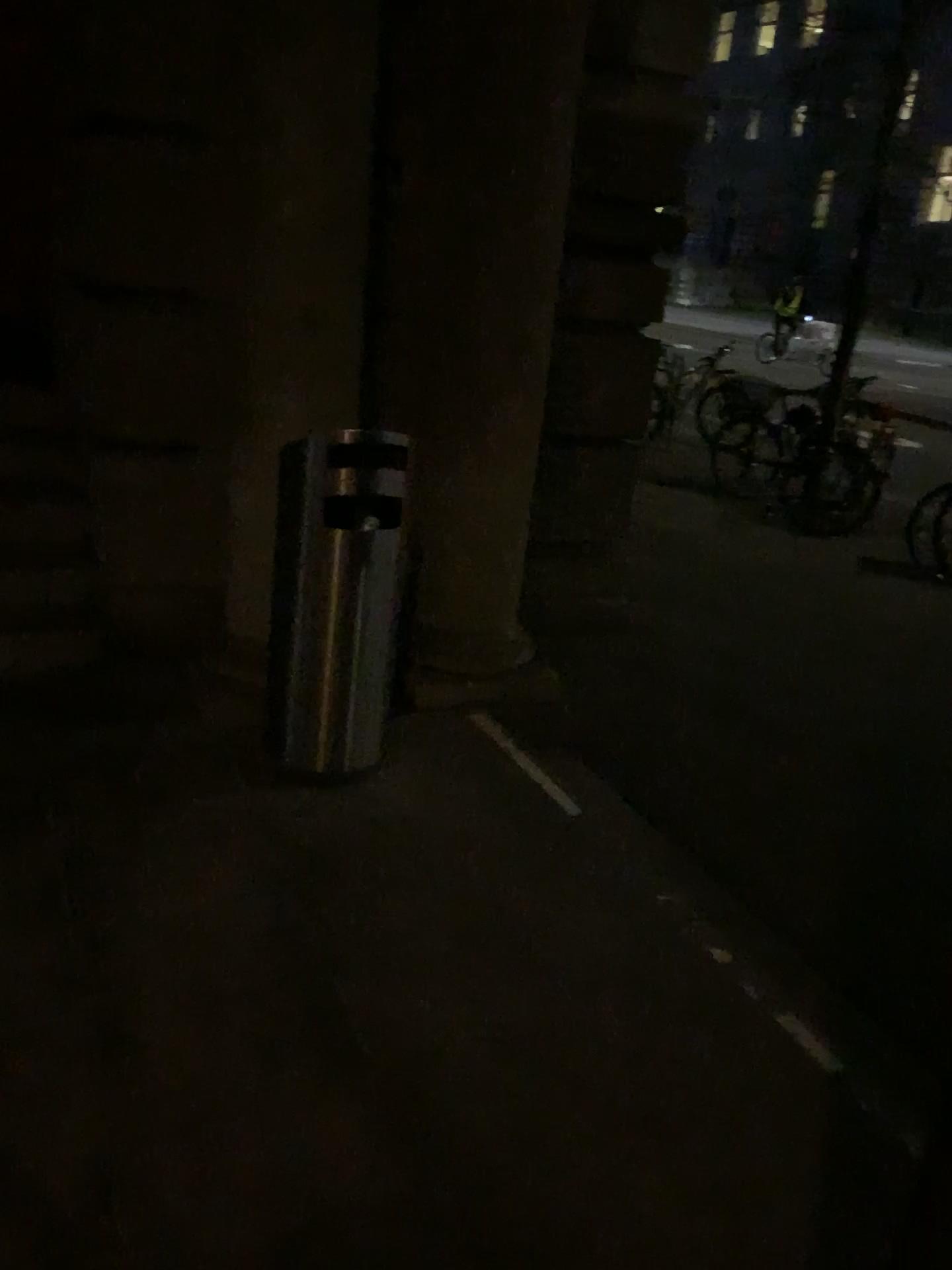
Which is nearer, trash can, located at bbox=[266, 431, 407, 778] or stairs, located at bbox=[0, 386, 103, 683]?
trash can, located at bbox=[266, 431, 407, 778]

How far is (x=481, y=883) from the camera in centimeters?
270cm

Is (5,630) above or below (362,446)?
below

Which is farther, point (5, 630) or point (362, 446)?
point (5, 630)

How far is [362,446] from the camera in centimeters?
281cm

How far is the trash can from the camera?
2.8 meters
